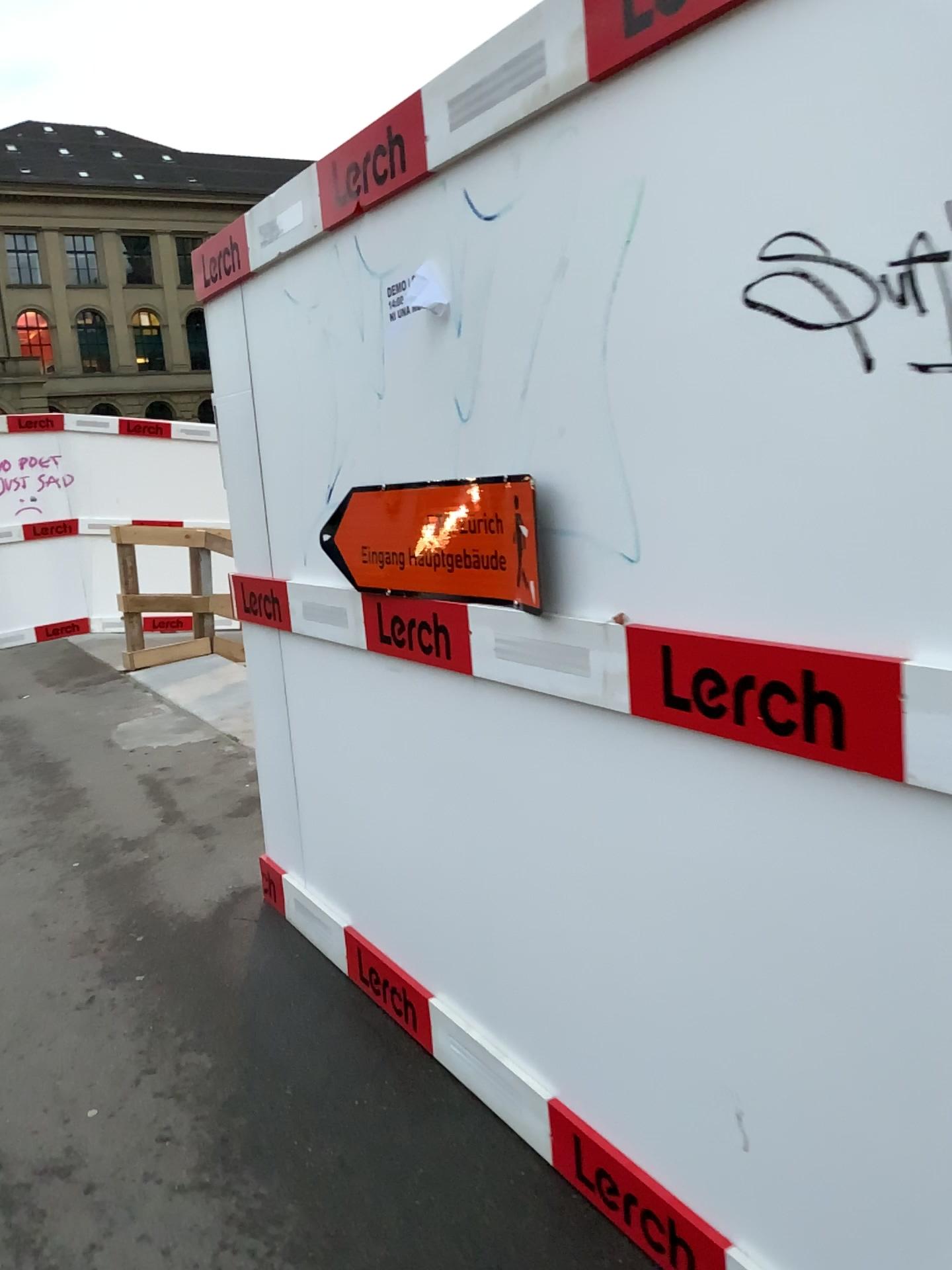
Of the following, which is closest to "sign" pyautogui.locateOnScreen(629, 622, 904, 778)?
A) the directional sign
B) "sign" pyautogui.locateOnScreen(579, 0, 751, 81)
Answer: the directional sign

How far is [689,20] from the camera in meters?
1.4

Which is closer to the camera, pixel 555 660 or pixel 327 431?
pixel 555 660

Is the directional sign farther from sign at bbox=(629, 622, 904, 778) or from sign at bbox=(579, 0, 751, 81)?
sign at bbox=(579, 0, 751, 81)

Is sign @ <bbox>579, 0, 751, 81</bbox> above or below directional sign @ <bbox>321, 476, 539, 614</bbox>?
above

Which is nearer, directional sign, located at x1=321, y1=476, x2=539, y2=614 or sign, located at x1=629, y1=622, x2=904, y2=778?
sign, located at x1=629, y1=622, x2=904, y2=778

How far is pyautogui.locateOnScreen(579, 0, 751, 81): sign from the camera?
1.36m

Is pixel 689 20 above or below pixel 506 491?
above

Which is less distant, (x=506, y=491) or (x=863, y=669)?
(x=863, y=669)

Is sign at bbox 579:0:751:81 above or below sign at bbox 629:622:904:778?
above
